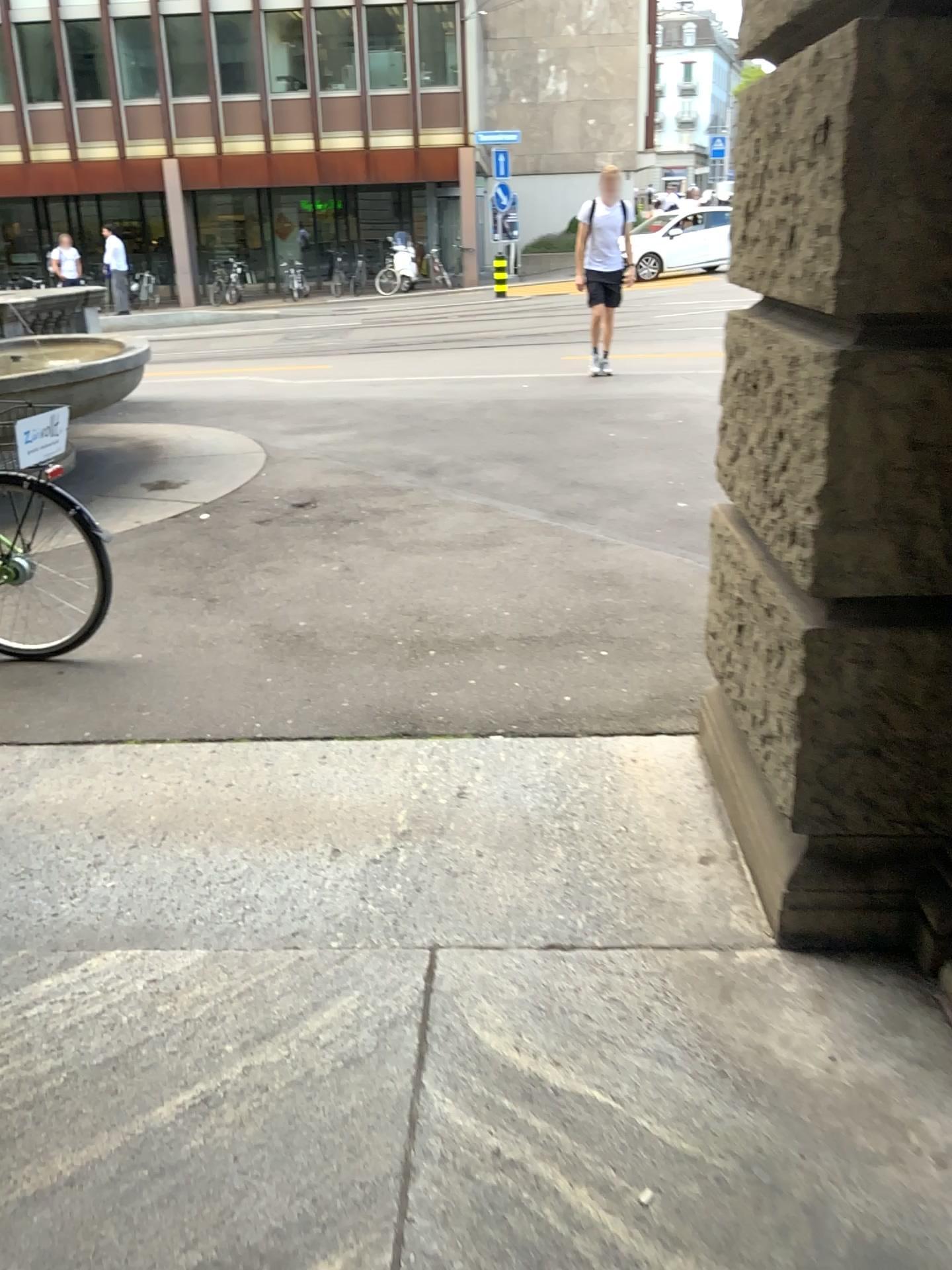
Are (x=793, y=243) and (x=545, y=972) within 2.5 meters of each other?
yes
